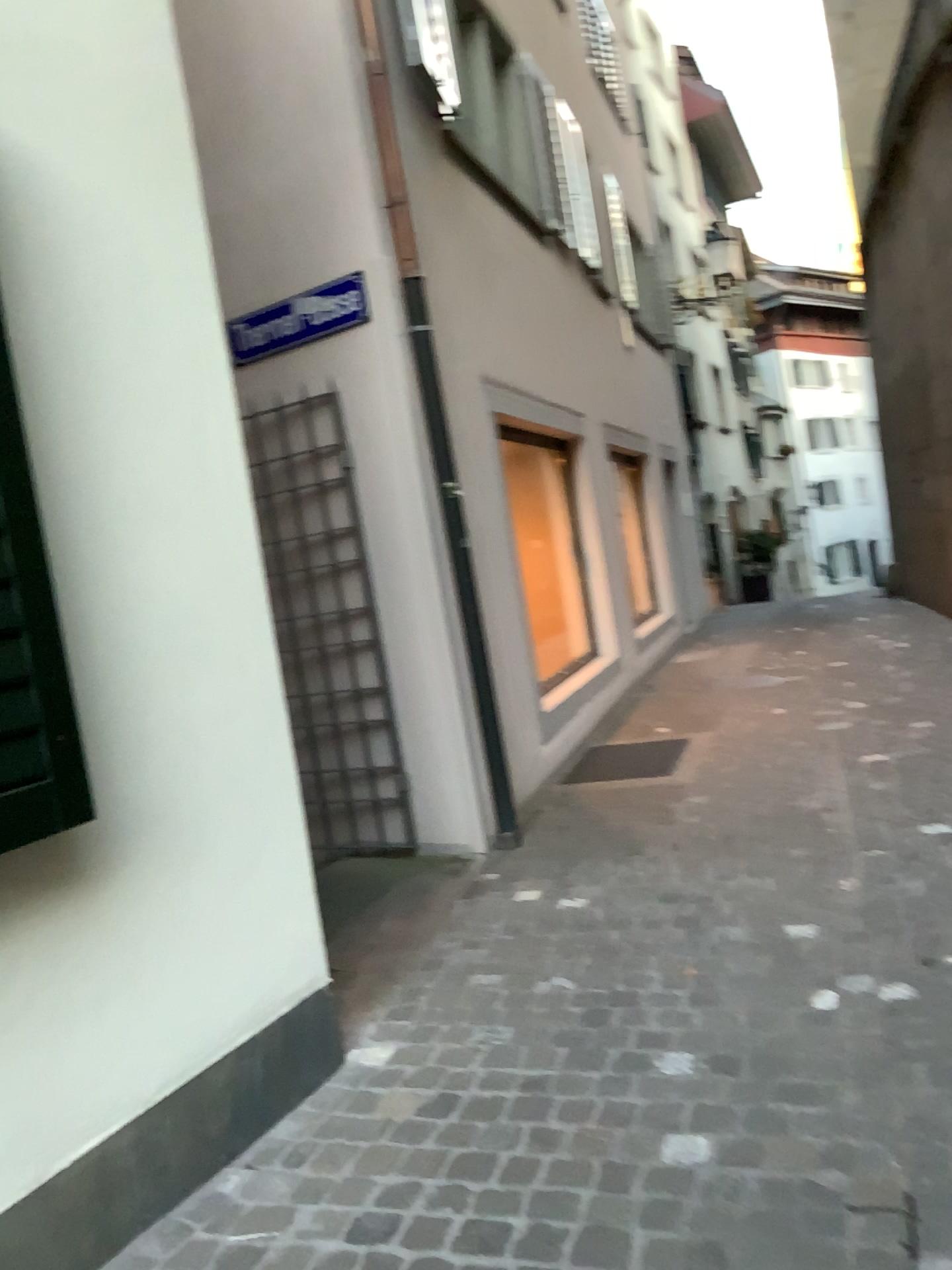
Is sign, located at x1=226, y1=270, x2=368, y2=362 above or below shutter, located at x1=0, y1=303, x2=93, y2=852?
above

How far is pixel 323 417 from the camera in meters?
4.9

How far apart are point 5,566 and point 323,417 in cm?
306

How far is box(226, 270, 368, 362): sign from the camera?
4.70m

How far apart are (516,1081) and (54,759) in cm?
141

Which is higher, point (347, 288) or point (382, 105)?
point (382, 105)

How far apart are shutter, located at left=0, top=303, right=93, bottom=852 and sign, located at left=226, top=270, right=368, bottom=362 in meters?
2.8 m

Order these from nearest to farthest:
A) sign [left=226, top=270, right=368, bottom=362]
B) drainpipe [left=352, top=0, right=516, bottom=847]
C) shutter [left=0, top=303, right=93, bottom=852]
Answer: shutter [left=0, top=303, right=93, bottom=852] < drainpipe [left=352, top=0, right=516, bottom=847] < sign [left=226, top=270, right=368, bottom=362]

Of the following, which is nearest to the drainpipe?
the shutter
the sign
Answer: the sign

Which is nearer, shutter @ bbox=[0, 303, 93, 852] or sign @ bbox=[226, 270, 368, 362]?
shutter @ bbox=[0, 303, 93, 852]
